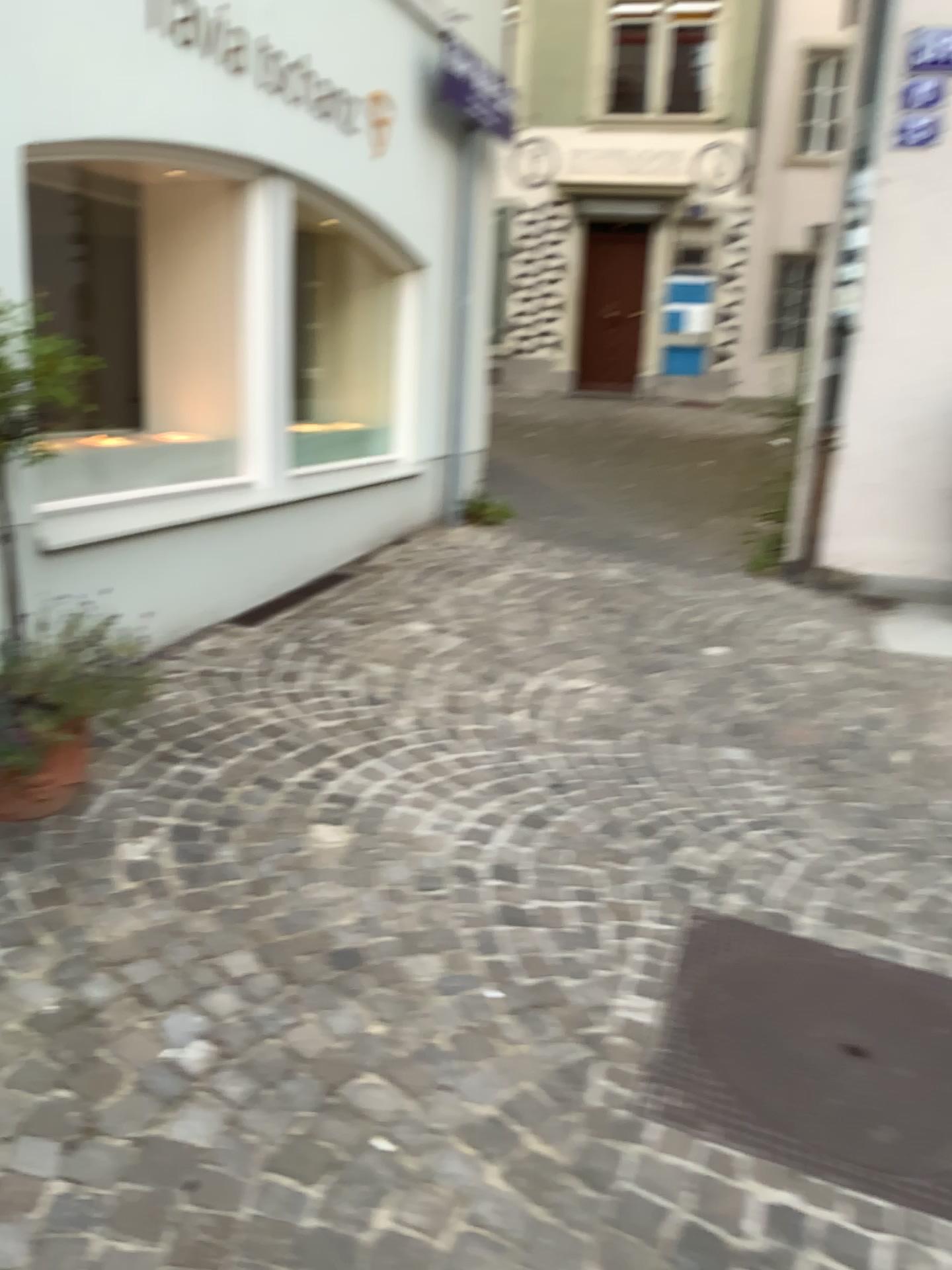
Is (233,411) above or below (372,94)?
below

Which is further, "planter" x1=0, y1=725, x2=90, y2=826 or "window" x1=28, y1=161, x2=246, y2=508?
"window" x1=28, y1=161, x2=246, y2=508

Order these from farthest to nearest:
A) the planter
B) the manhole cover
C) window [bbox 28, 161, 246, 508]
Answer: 1. window [bbox 28, 161, 246, 508]
2. the planter
3. the manhole cover

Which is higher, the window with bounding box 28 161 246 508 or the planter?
the window with bounding box 28 161 246 508

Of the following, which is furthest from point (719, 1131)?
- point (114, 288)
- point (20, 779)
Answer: point (114, 288)

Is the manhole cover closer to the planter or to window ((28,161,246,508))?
the planter

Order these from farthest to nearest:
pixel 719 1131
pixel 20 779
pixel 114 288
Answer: pixel 114 288 < pixel 20 779 < pixel 719 1131

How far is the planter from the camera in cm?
269

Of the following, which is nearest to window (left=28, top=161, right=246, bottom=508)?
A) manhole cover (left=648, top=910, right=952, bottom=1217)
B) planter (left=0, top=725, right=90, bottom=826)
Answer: planter (left=0, top=725, right=90, bottom=826)

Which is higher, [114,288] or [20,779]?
[114,288]
